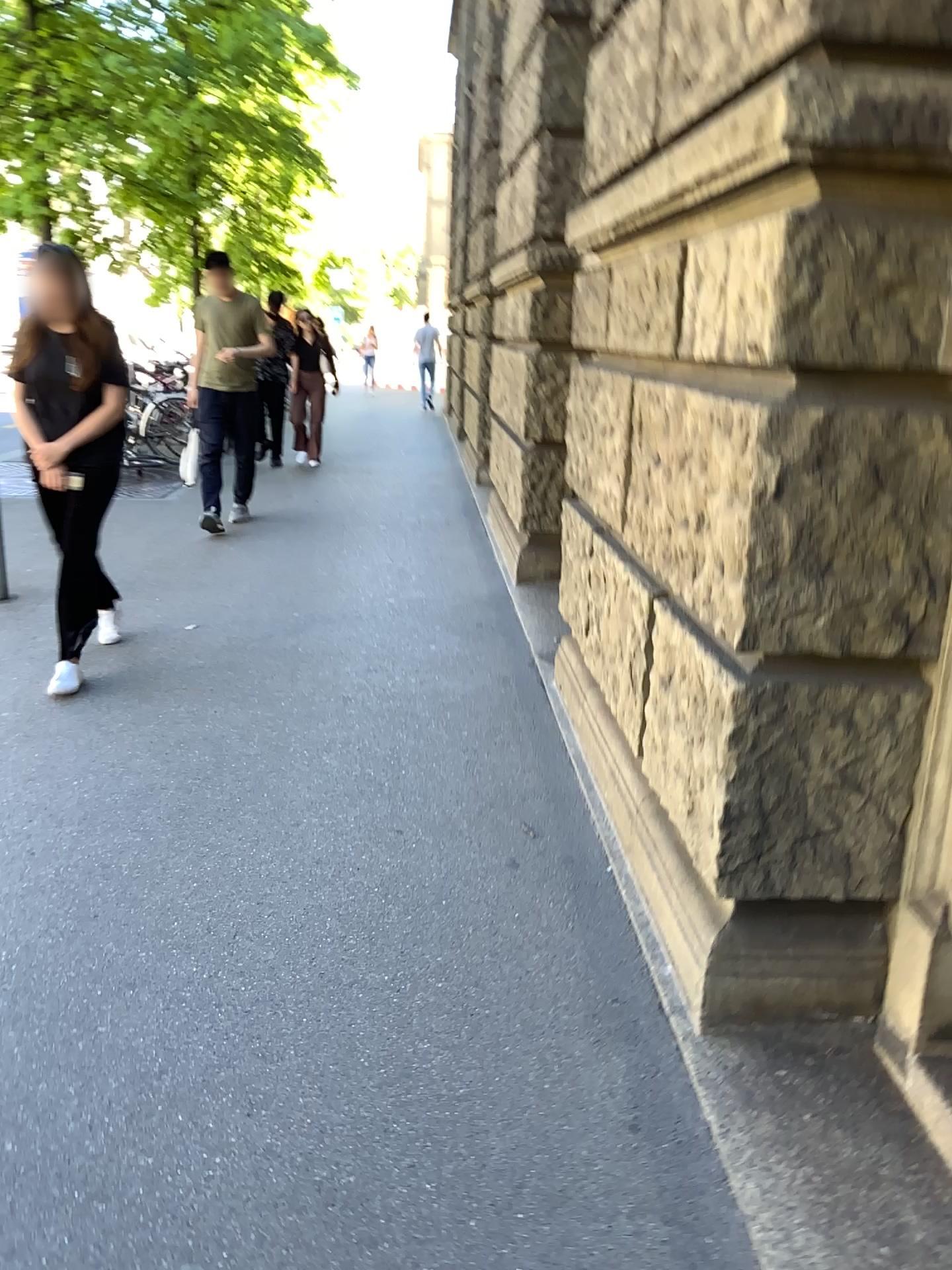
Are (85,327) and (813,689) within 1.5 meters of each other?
no

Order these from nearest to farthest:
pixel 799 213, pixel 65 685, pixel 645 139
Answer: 1. pixel 799 213
2. pixel 645 139
3. pixel 65 685

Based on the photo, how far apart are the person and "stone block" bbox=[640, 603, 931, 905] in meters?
Result: 2.7 m

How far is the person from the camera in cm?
404

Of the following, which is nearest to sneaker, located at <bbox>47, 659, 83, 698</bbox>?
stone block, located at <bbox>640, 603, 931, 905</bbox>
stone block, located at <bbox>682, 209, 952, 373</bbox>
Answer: stone block, located at <bbox>640, 603, 931, 905</bbox>

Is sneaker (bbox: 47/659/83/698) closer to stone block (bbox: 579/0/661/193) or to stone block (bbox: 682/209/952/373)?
stone block (bbox: 579/0/661/193)

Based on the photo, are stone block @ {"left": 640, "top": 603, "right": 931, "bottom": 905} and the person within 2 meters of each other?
no

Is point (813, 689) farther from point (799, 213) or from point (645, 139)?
point (645, 139)

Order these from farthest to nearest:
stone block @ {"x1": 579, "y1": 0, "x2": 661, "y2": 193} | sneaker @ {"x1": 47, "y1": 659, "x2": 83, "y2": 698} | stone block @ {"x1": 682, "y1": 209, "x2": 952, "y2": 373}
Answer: sneaker @ {"x1": 47, "y1": 659, "x2": 83, "y2": 698}, stone block @ {"x1": 579, "y1": 0, "x2": 661, "y2": 193}, stone block @ {"x1": 682, "y1": 209, "x2": 952, "y2": 373}

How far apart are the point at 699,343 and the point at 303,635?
3.0 meters
